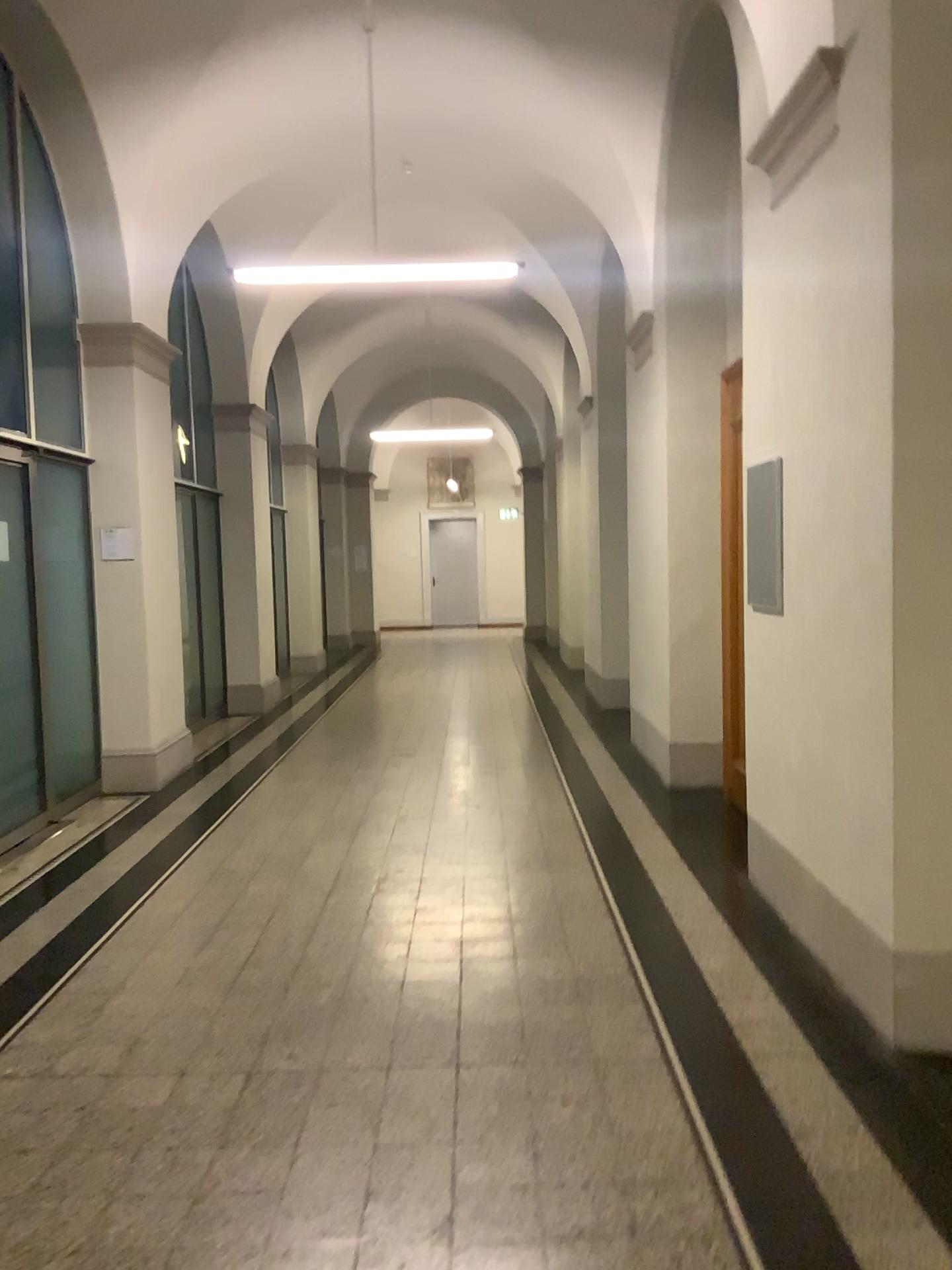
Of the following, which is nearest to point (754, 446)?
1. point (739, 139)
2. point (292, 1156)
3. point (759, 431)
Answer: point (759, 431)
